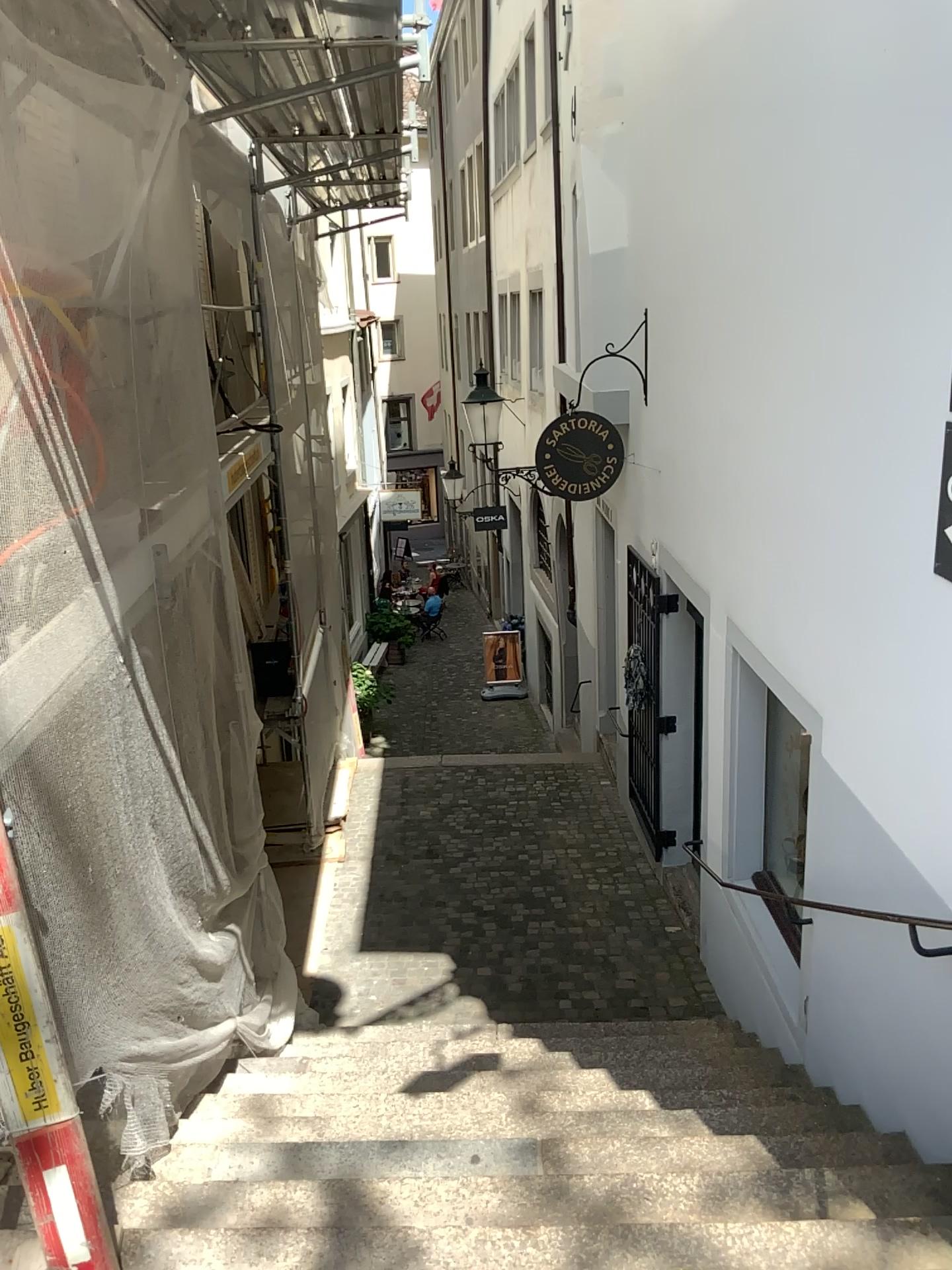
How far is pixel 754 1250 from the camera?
2.4m

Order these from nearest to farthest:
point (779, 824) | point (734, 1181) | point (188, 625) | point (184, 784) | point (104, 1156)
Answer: point (104, 1156)
point (734, 1181)
point (184, 784)
point (188, 625)
point (779, 824)

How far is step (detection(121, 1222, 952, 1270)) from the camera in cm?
244
